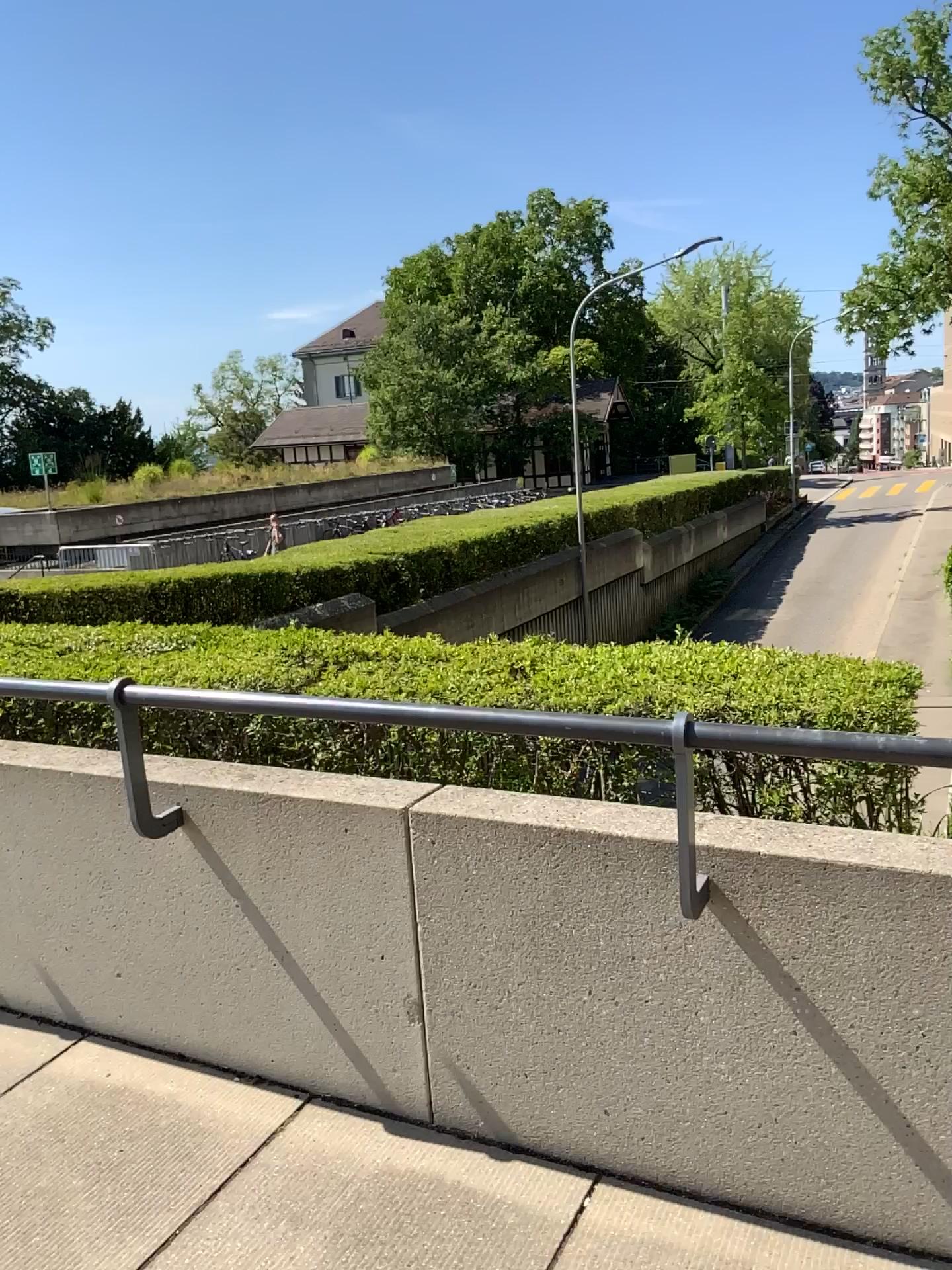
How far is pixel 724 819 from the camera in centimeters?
208cm
